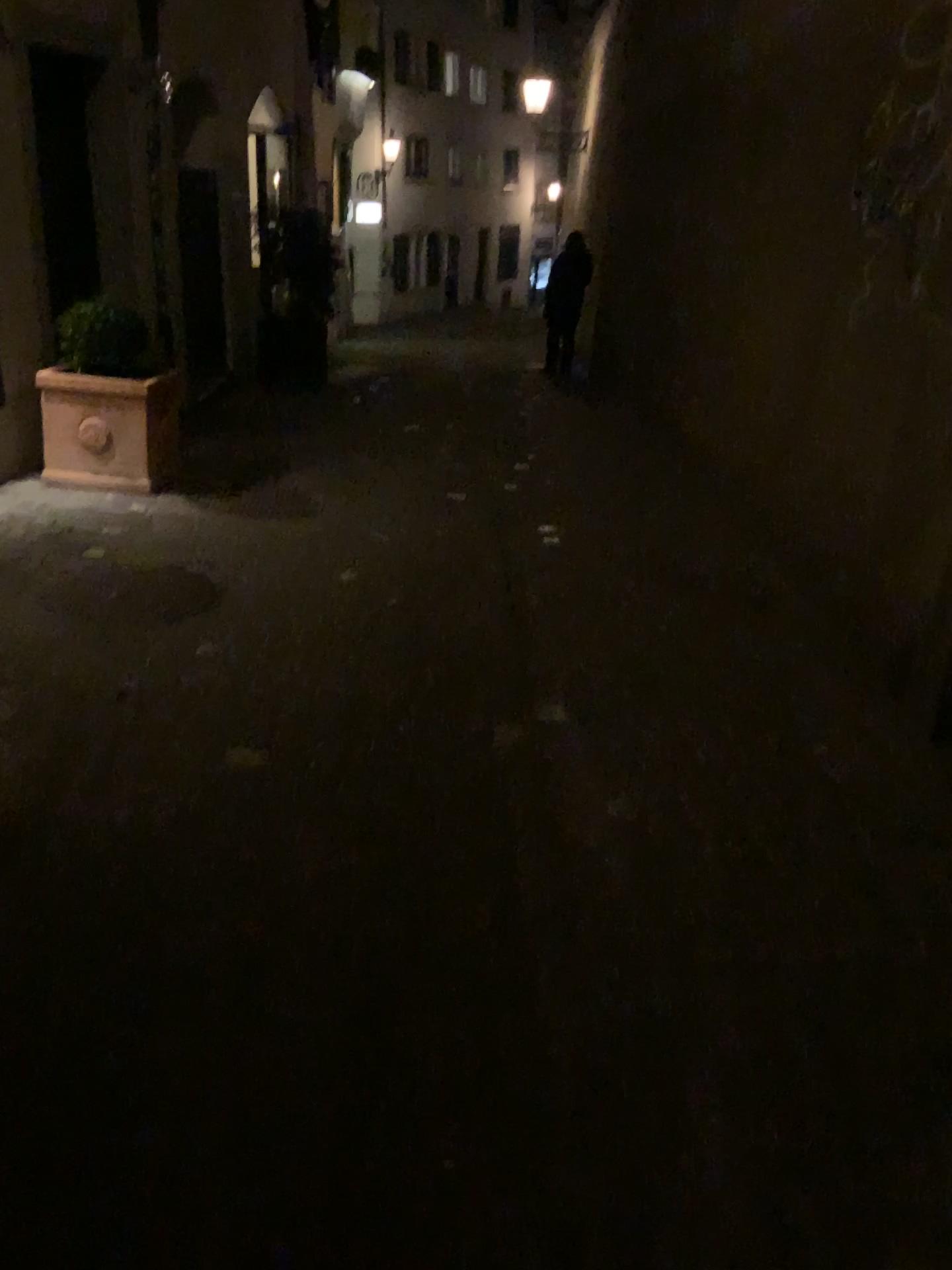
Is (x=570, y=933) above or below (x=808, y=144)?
below
